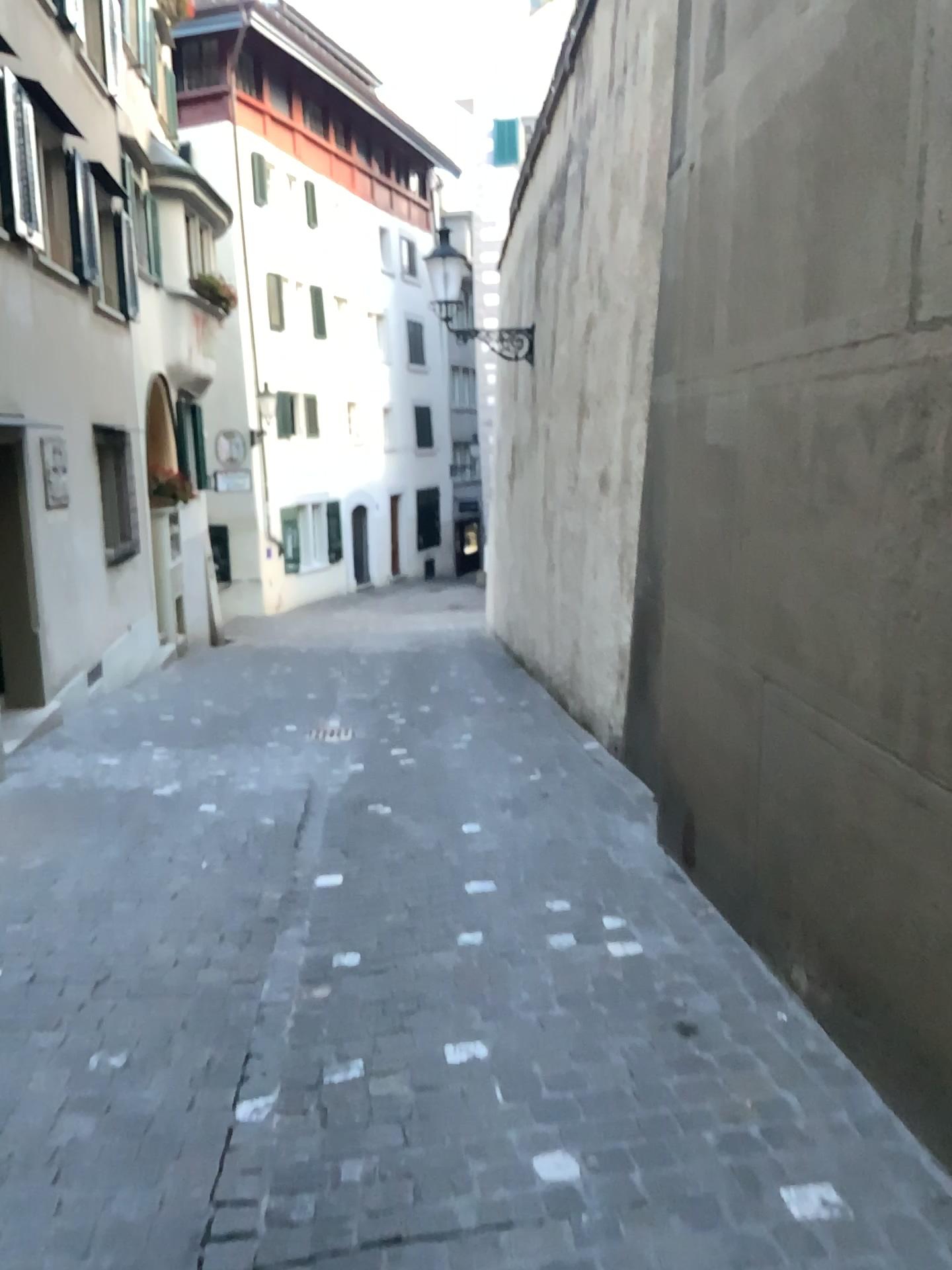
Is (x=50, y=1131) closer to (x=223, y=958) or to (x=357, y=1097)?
(x=357, y=1097)
